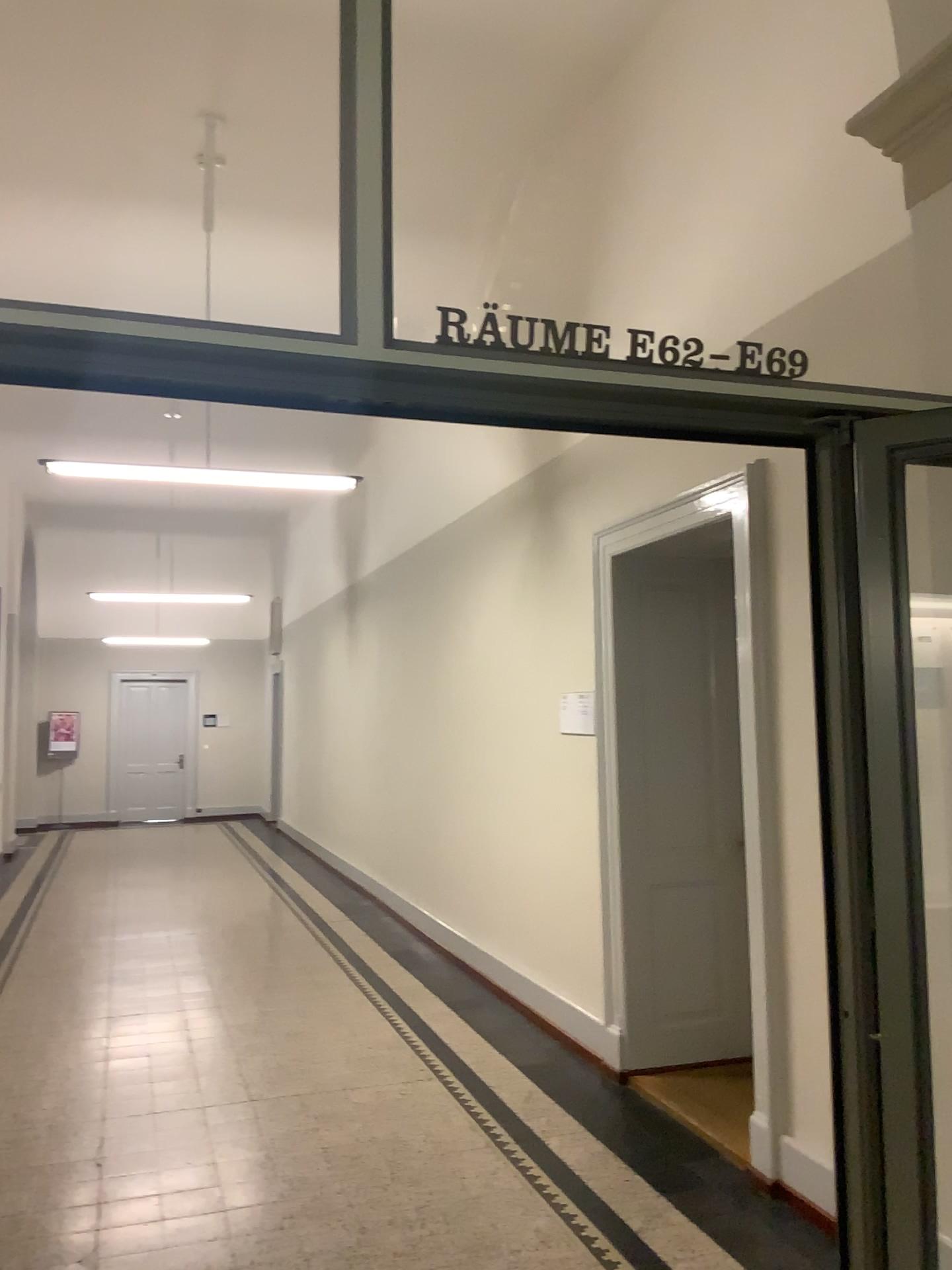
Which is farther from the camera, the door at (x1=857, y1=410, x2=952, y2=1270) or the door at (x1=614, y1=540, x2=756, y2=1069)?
the door at (x1=614, y1=540, x2=756, y2=1069)

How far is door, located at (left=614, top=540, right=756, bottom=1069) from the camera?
4.7m

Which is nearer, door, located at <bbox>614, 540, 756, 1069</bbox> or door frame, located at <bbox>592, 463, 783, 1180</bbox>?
door frame, located at <bbox>592, 463, 783, 1180</bbox>

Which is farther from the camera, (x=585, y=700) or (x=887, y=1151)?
(x=585, y=700)

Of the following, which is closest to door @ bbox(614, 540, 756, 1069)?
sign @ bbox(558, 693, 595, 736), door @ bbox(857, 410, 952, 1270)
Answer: sign @ bbox(558, 693, 595, 736)

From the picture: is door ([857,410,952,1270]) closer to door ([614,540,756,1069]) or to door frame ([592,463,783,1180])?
door frame ([592,463,783,1180])

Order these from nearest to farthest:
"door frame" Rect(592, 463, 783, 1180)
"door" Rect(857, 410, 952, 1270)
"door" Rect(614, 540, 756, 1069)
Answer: "door" Rect(857, 410, 952, 1270), "door frame" Rect(592, 463, 783, 1180), "door" Rect(614, 540, 756, 1069)

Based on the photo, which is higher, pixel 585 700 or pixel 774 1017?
pixel 585 700

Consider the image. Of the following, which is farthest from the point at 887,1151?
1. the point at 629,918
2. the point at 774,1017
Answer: the point at 629,918

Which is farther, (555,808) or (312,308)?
(555,808)
